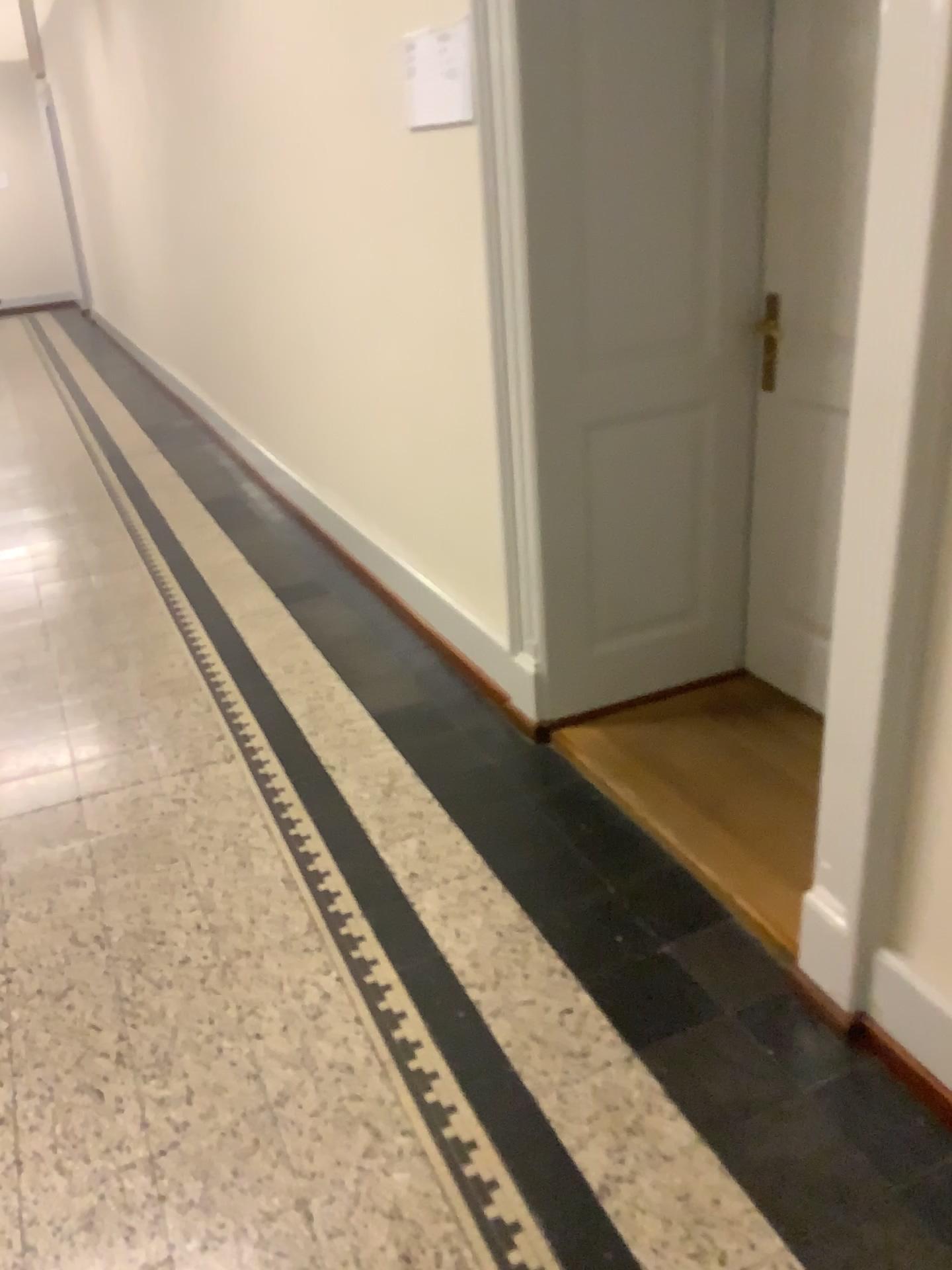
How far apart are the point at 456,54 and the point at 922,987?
2.3m

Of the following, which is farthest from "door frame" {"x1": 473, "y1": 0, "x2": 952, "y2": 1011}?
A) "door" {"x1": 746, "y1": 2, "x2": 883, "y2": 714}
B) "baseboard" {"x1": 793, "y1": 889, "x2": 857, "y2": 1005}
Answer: "door" {"x1": 746, "y1": 2, "x2": 883, "y2": 714}

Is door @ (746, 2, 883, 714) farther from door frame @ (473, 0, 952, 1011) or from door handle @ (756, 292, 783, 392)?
door frame @ (473, 0, 952, 1011)

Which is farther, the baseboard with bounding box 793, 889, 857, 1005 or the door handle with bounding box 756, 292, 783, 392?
the door handle with bounding box 756, 292, 783, 392

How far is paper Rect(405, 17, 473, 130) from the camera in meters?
2.5 m

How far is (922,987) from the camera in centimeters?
165cm

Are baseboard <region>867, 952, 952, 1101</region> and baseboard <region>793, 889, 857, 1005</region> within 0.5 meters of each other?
yes

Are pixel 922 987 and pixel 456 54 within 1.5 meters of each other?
no

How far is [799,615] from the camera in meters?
2.8

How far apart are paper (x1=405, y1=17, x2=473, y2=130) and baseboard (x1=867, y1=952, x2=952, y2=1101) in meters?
2.0
